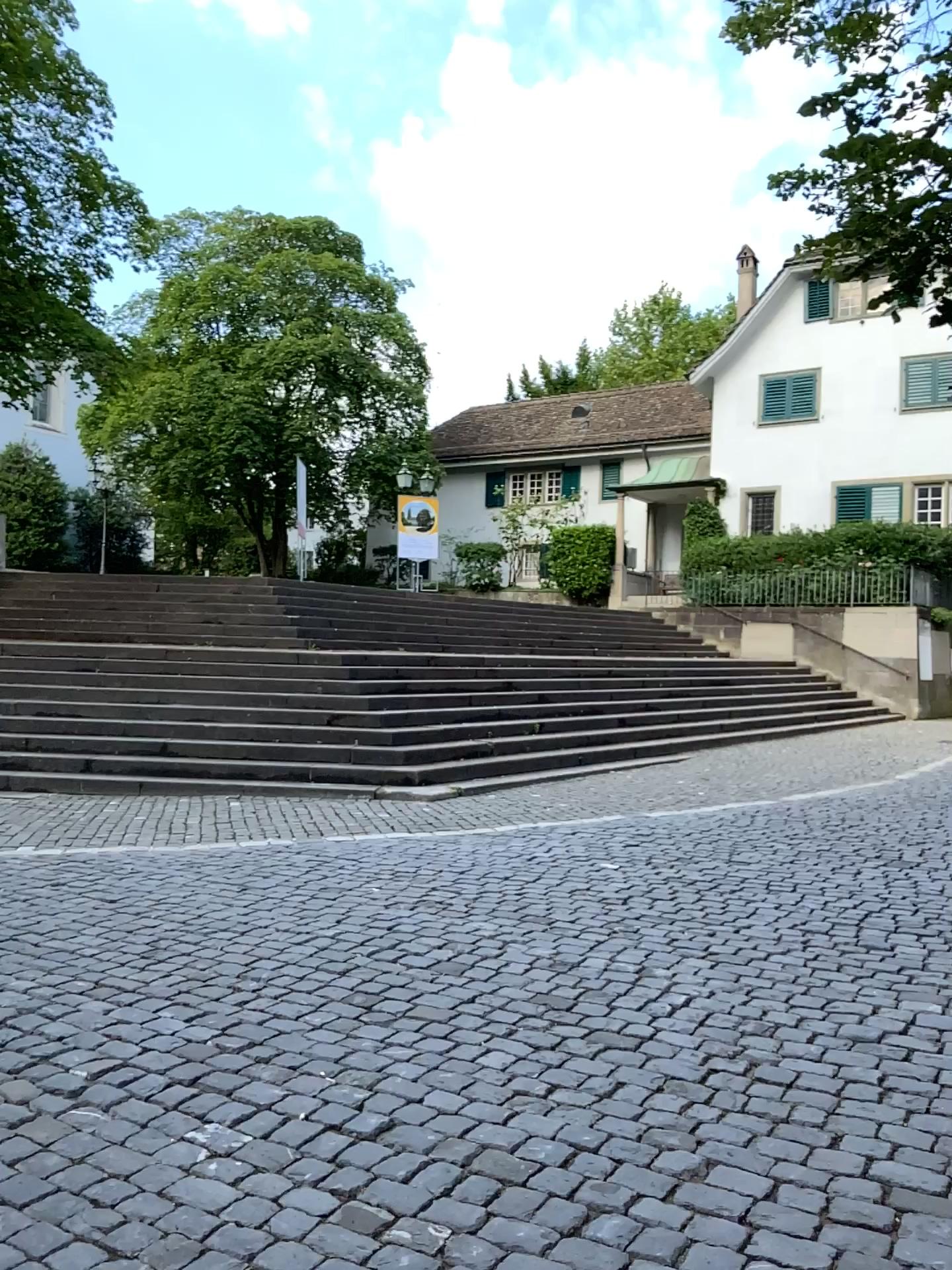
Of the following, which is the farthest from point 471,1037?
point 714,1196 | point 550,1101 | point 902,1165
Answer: point 902,1165
